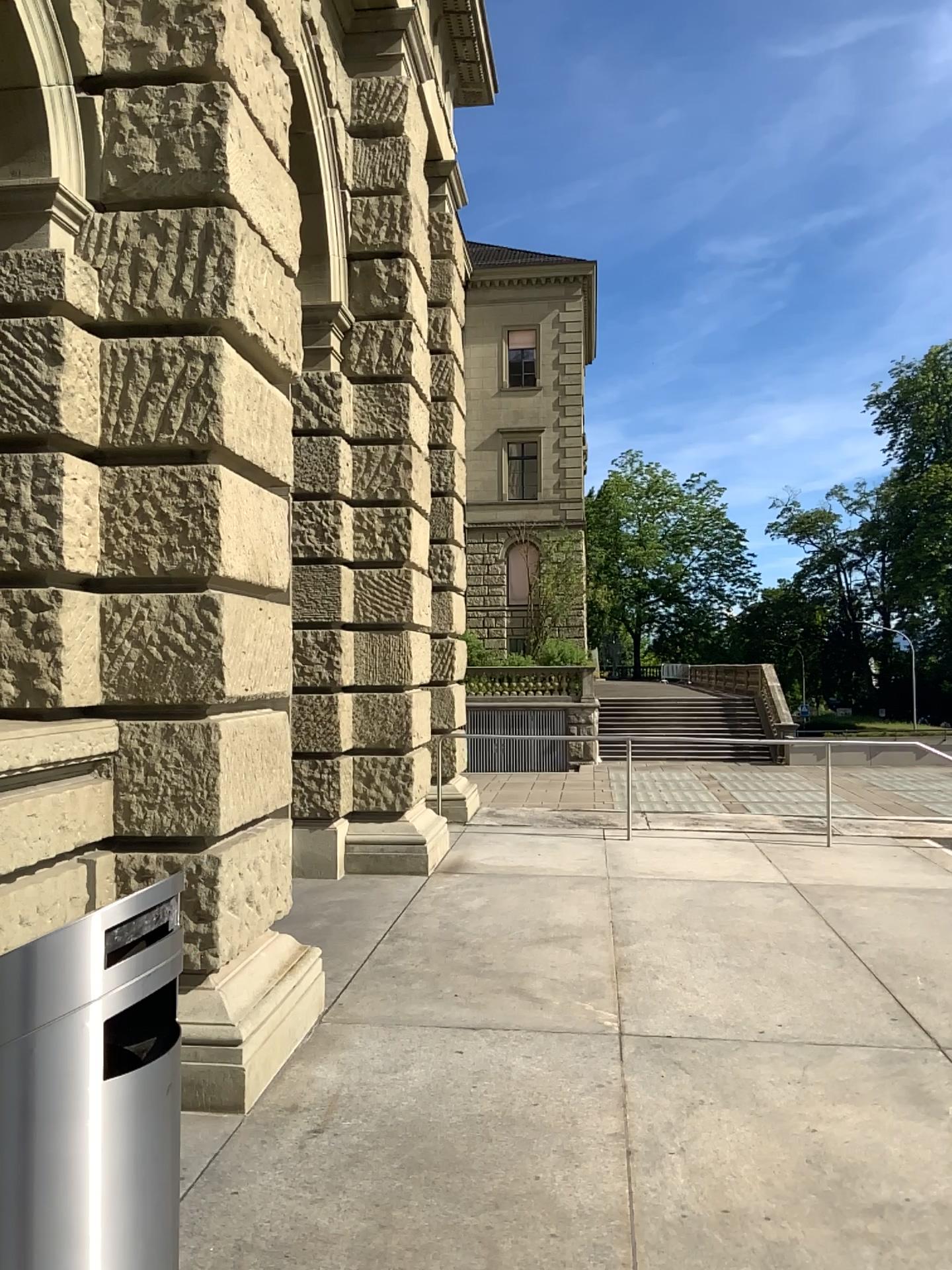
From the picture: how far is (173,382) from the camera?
4.2 meters
